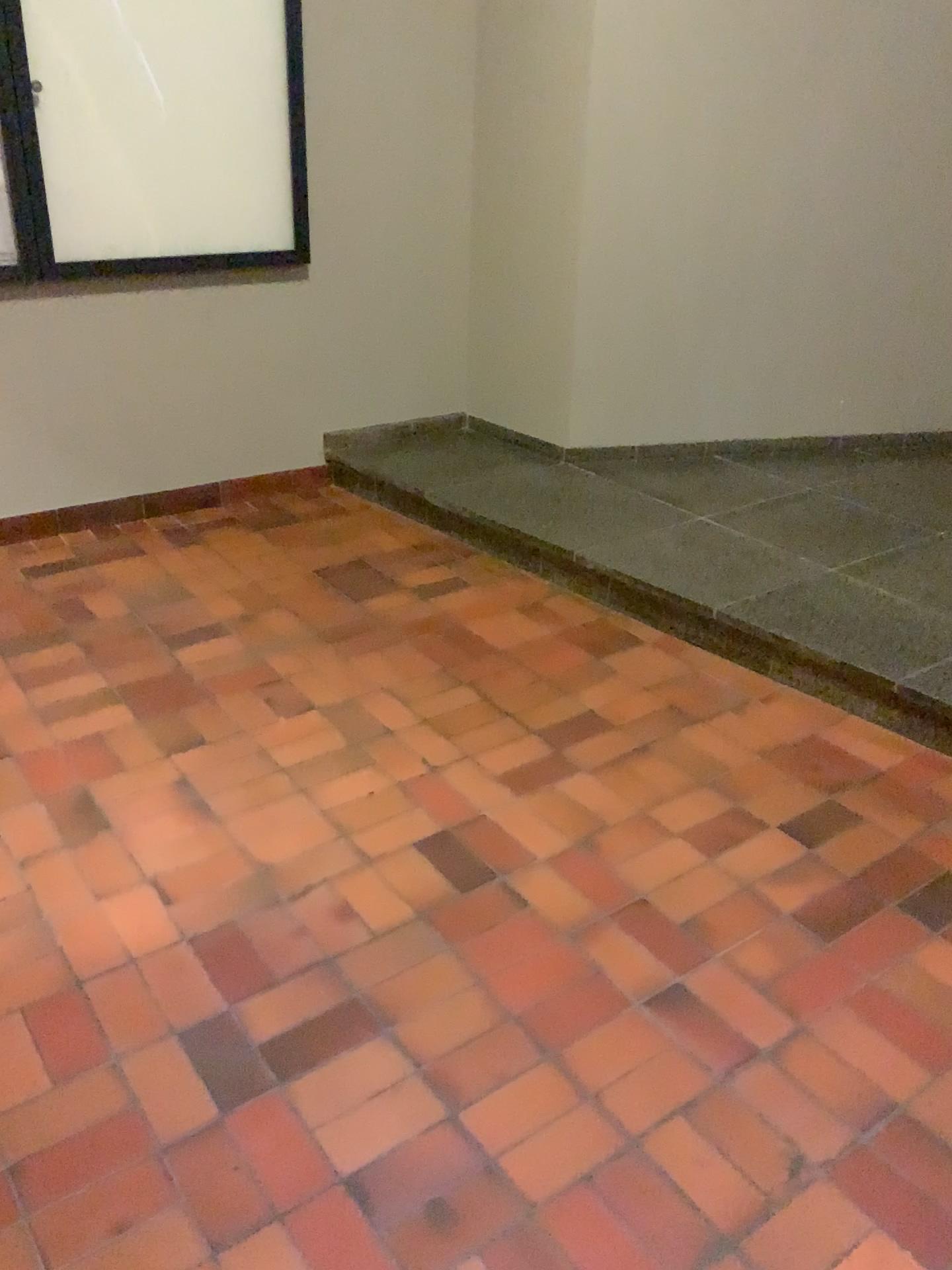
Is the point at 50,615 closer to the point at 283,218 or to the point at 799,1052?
the point at 283,218
